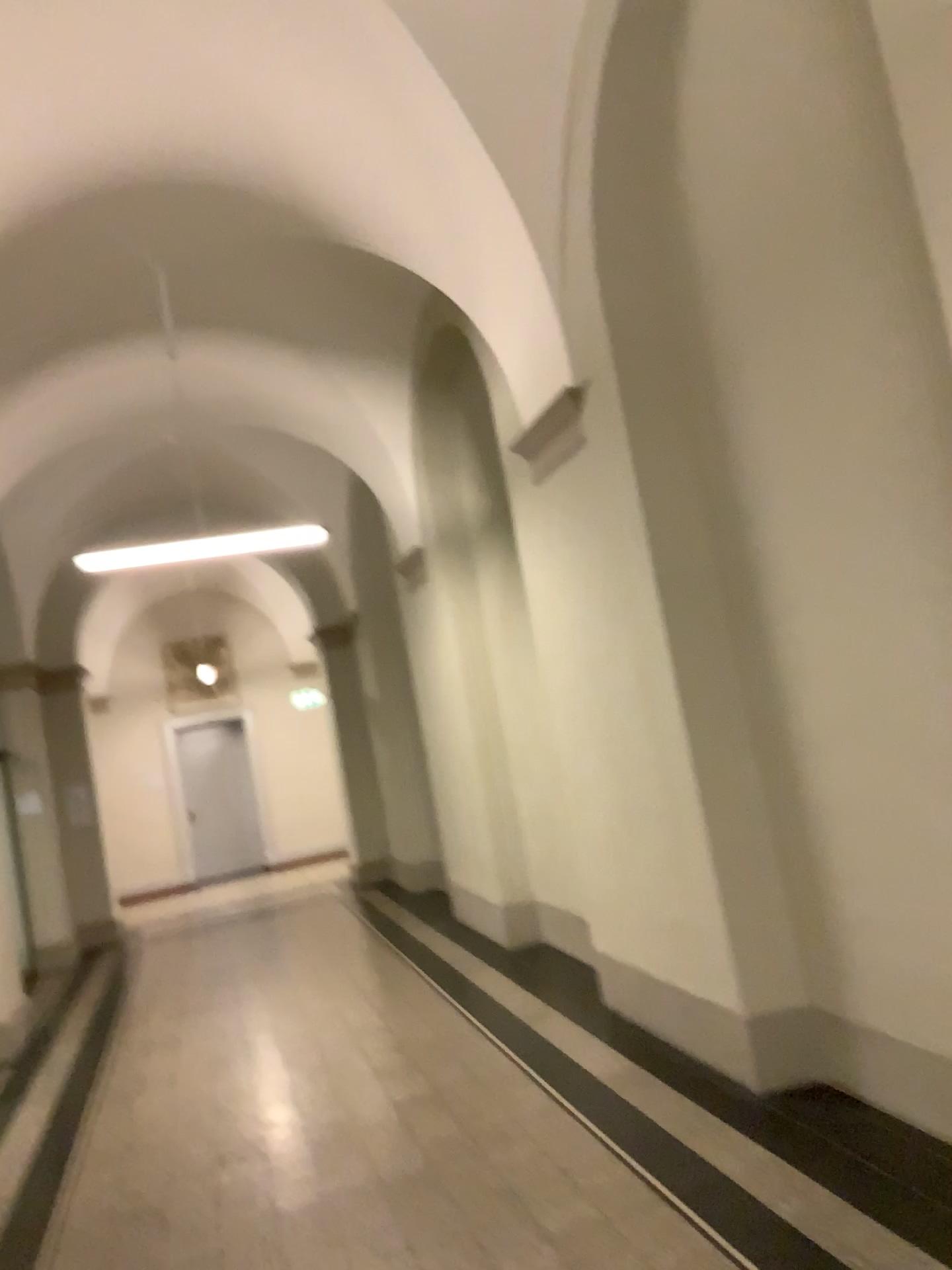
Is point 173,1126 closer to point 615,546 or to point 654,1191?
point 654,1191
